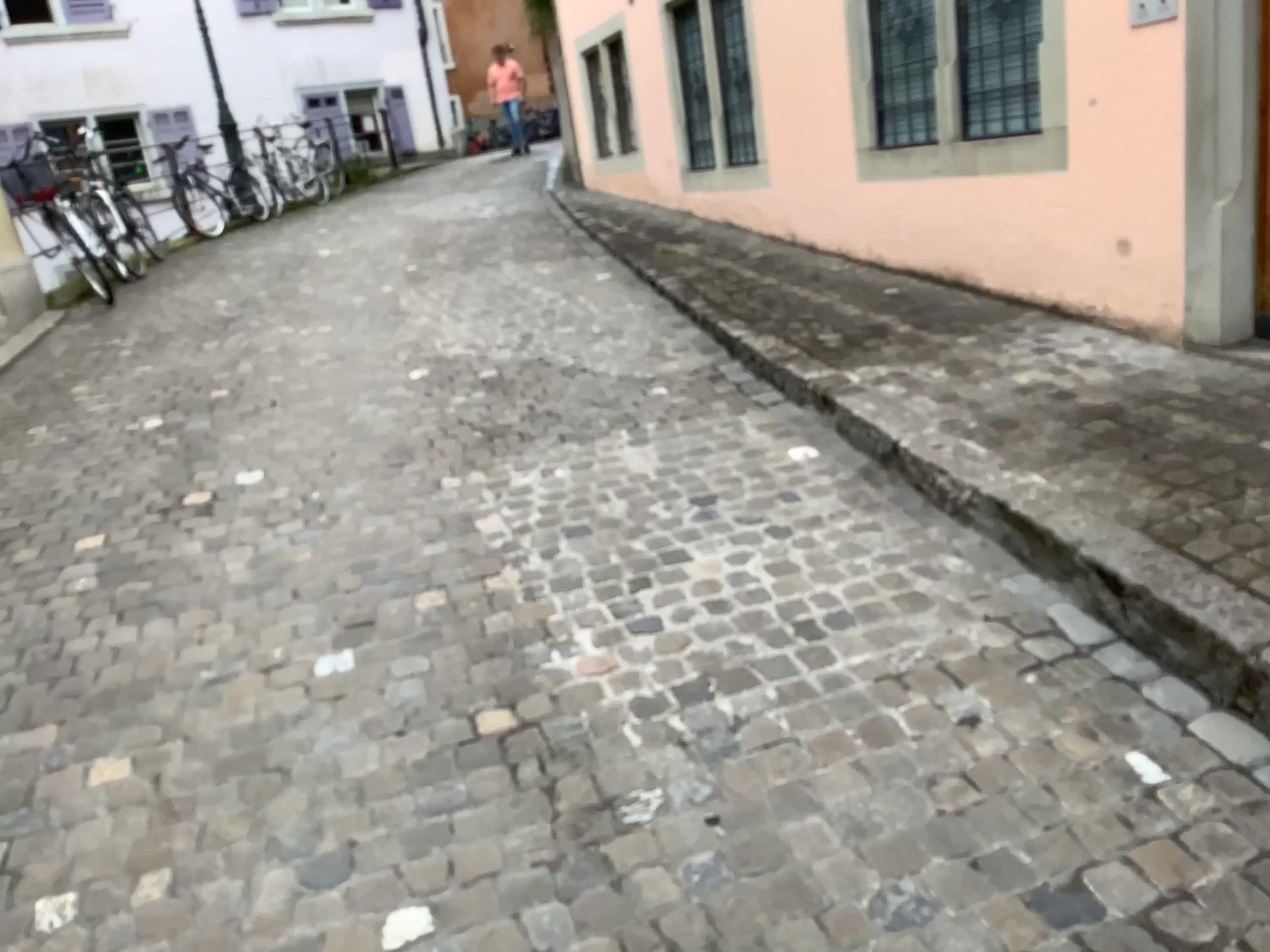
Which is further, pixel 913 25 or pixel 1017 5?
pixel 913 25

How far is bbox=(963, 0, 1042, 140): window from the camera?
4.22m

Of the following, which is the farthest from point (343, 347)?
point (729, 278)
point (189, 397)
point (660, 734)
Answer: point (660, 734)

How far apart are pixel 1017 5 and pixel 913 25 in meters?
0.6 m

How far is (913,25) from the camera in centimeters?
467cm

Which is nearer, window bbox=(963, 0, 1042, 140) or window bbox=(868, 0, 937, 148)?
window bbox=(963, 0, 1042, 140)

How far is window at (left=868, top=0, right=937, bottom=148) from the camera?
4.7m
